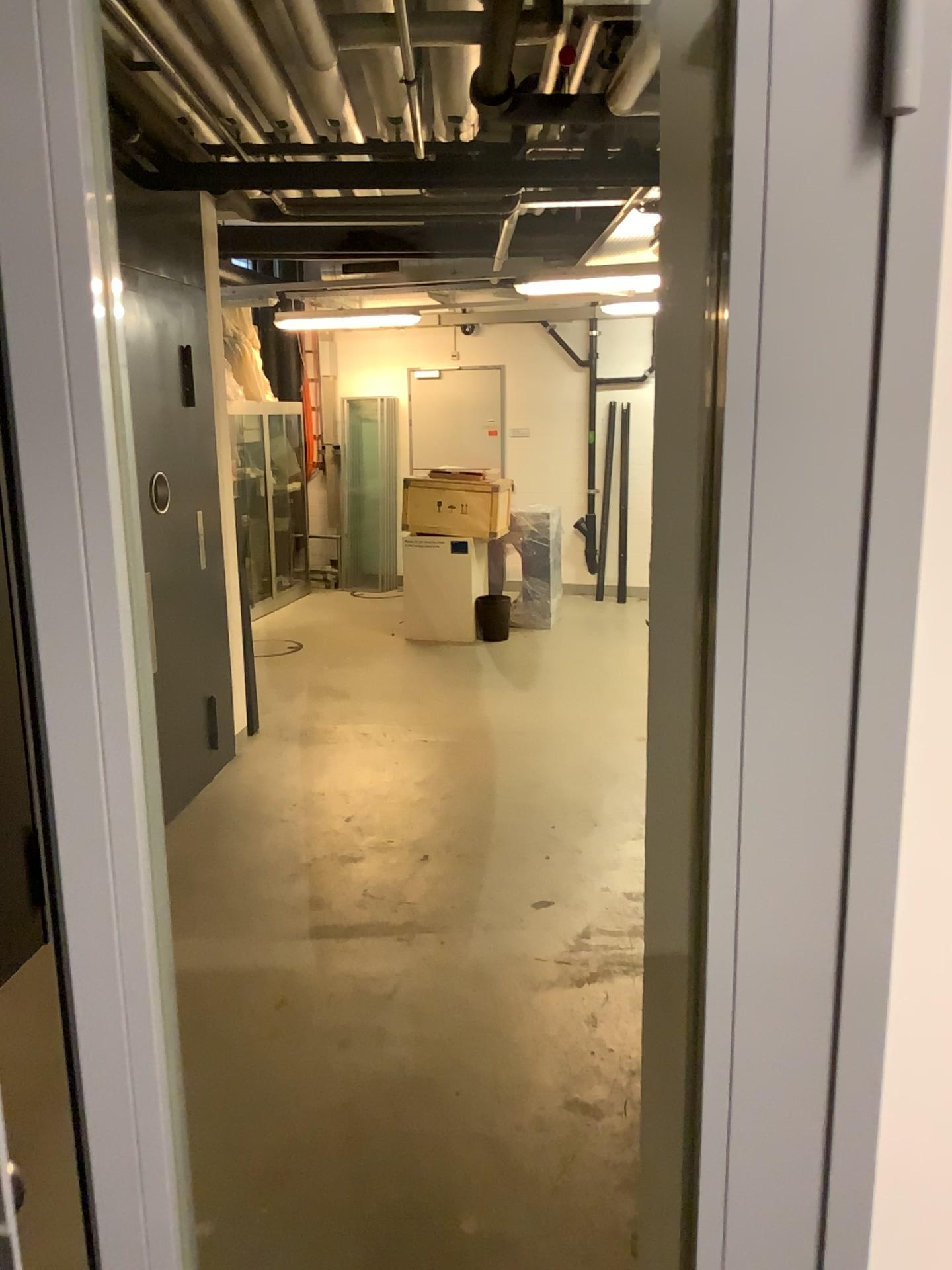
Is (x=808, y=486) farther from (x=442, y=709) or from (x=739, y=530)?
(x=442, y=709)
